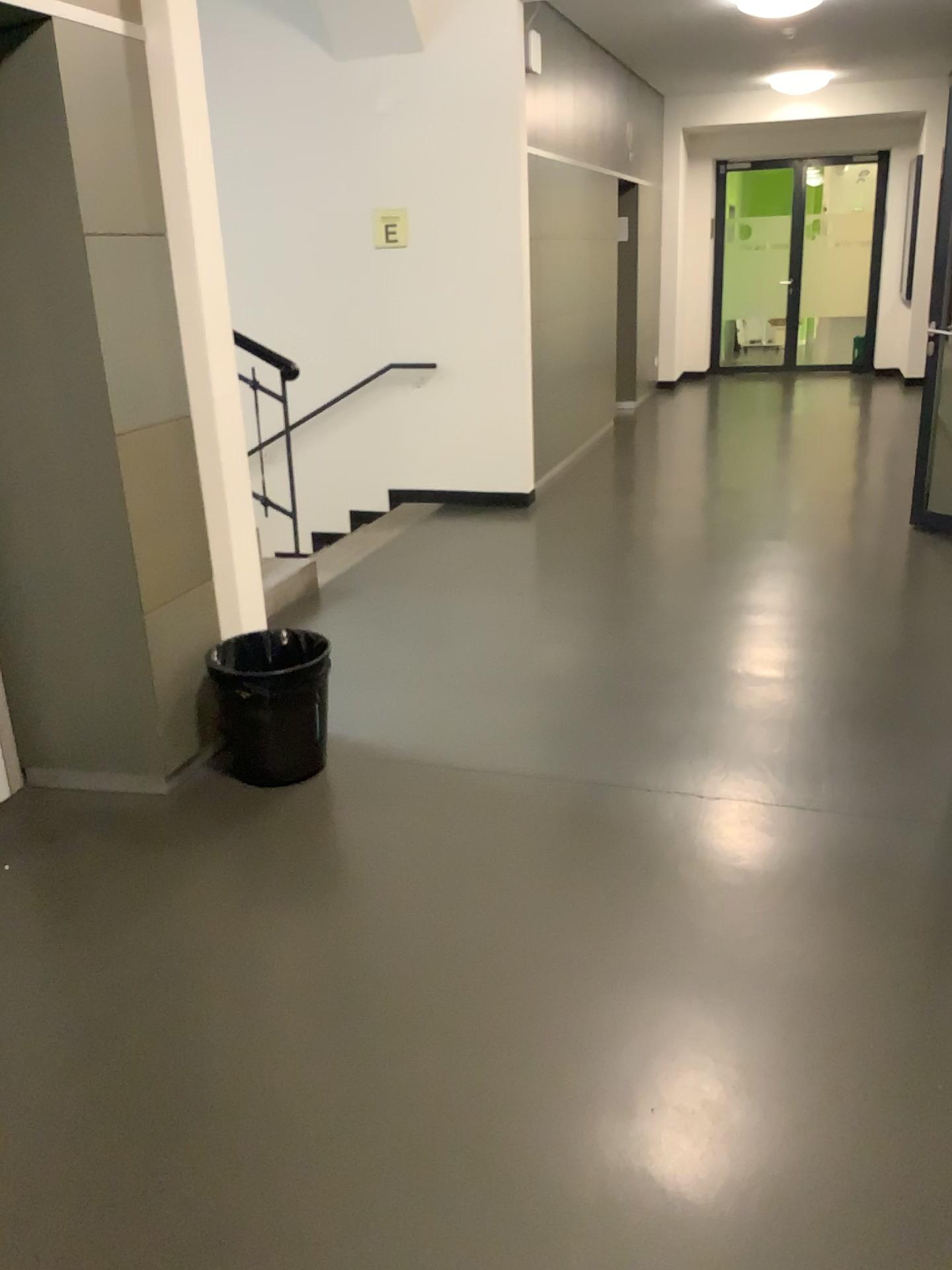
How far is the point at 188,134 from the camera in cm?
298

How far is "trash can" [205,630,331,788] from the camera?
3.13m

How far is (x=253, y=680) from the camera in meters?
3.1
